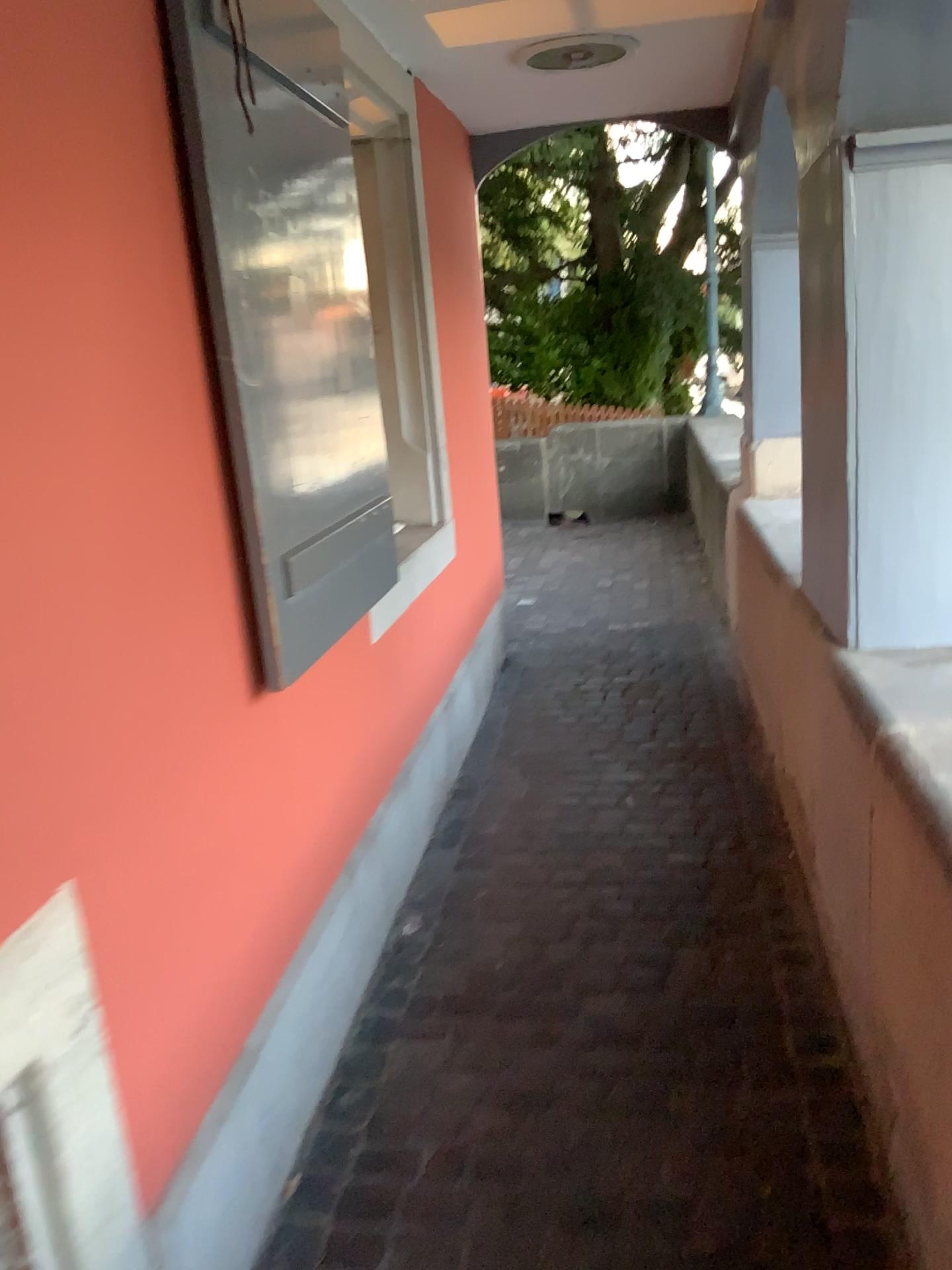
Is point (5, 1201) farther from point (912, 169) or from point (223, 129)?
point (912, 169)

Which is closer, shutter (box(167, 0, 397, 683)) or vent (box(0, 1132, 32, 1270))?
vent (box(0, 1132, 32, 1270))

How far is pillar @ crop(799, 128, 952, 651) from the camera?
1.8m

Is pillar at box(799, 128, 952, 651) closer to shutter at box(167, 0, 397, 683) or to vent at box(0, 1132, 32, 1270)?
shutter at box(167, 0, 397, 683)

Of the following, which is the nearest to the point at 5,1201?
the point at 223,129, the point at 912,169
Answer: the point at 223,129

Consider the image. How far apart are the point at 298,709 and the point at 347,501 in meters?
0.5

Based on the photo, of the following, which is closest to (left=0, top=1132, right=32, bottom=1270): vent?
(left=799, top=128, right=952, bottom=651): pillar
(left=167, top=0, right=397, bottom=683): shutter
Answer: (left=167, top=0, right=397, bottom=683): shutter

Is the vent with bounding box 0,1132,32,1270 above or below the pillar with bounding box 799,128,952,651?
below

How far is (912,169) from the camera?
1.8m
